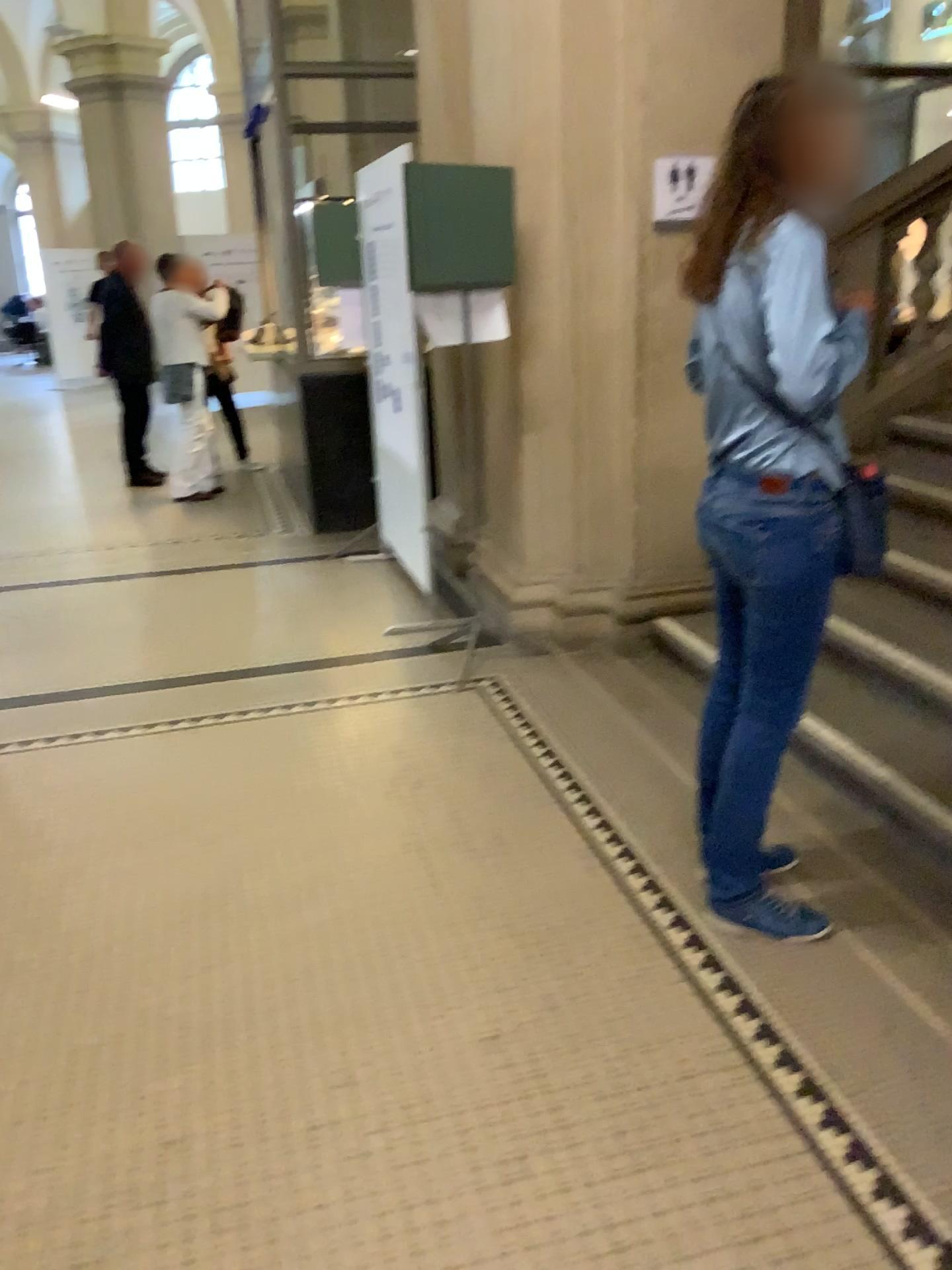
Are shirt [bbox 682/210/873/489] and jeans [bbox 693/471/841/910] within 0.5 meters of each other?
yes

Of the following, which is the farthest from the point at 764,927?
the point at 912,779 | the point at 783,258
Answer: the point at 783,258

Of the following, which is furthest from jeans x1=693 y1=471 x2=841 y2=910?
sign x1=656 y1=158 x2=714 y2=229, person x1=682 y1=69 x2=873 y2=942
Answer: sign x1=656 y1=158 x2=714 y2=229

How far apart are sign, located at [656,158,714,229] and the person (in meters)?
1.62

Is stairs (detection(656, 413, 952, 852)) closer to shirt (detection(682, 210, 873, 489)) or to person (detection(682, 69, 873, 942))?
person (detection(682, 69, 873, 942))

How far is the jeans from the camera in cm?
213

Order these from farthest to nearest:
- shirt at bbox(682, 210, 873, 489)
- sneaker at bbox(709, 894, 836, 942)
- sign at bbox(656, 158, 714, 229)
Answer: sign at bbox(656, 158, 714, 229) → sneaker at bbox(709, 894, 836, 942) → shirt at bbox(682, 210, 873, 489)

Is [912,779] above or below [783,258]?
below

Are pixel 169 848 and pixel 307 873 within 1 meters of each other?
yes

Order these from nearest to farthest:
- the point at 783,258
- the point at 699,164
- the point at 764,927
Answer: the point at 783,258 → the point at 764,927 → the point at 699,164
